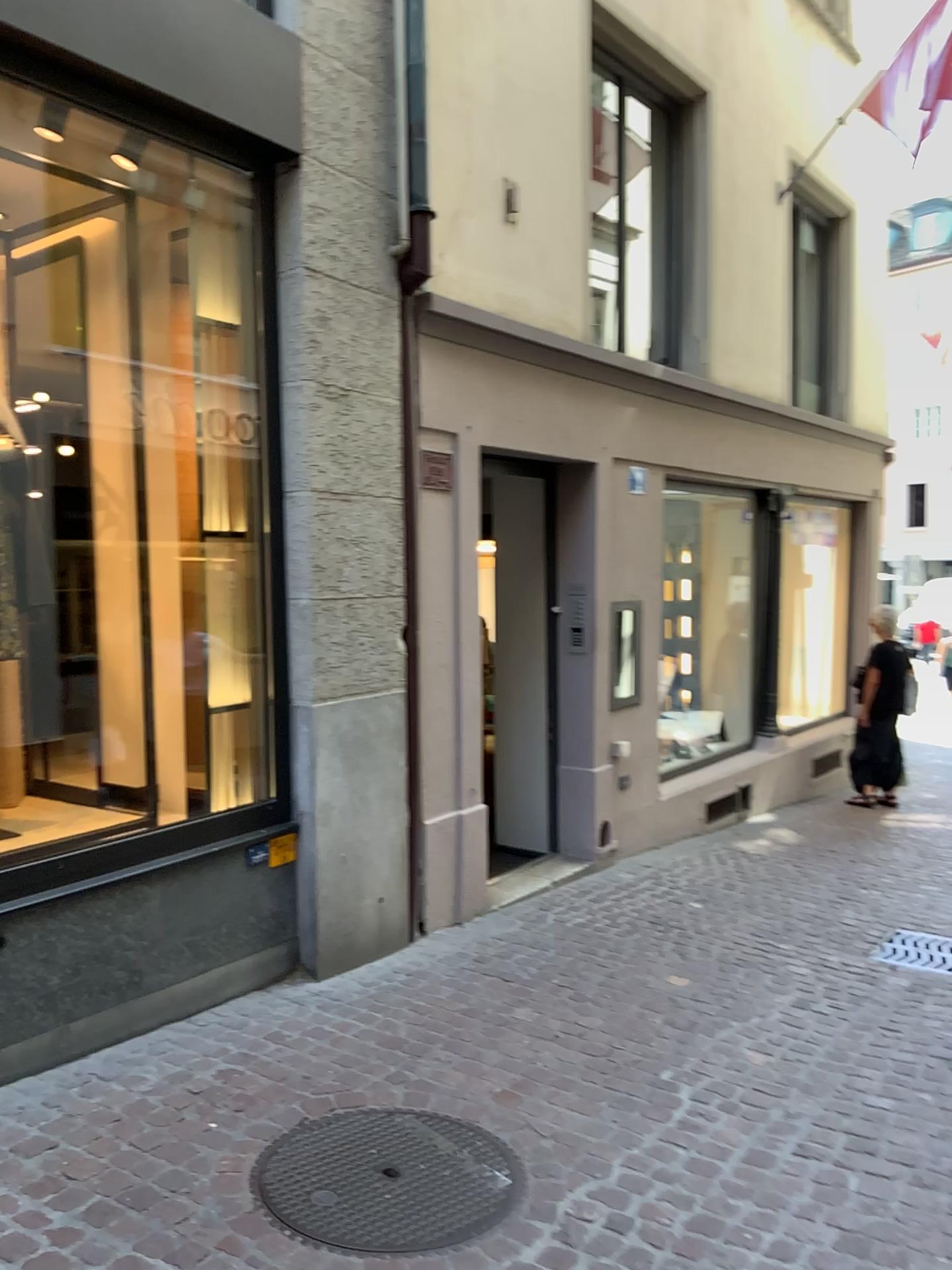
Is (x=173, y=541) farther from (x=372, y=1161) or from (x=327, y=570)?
(x=372, y=1161)
